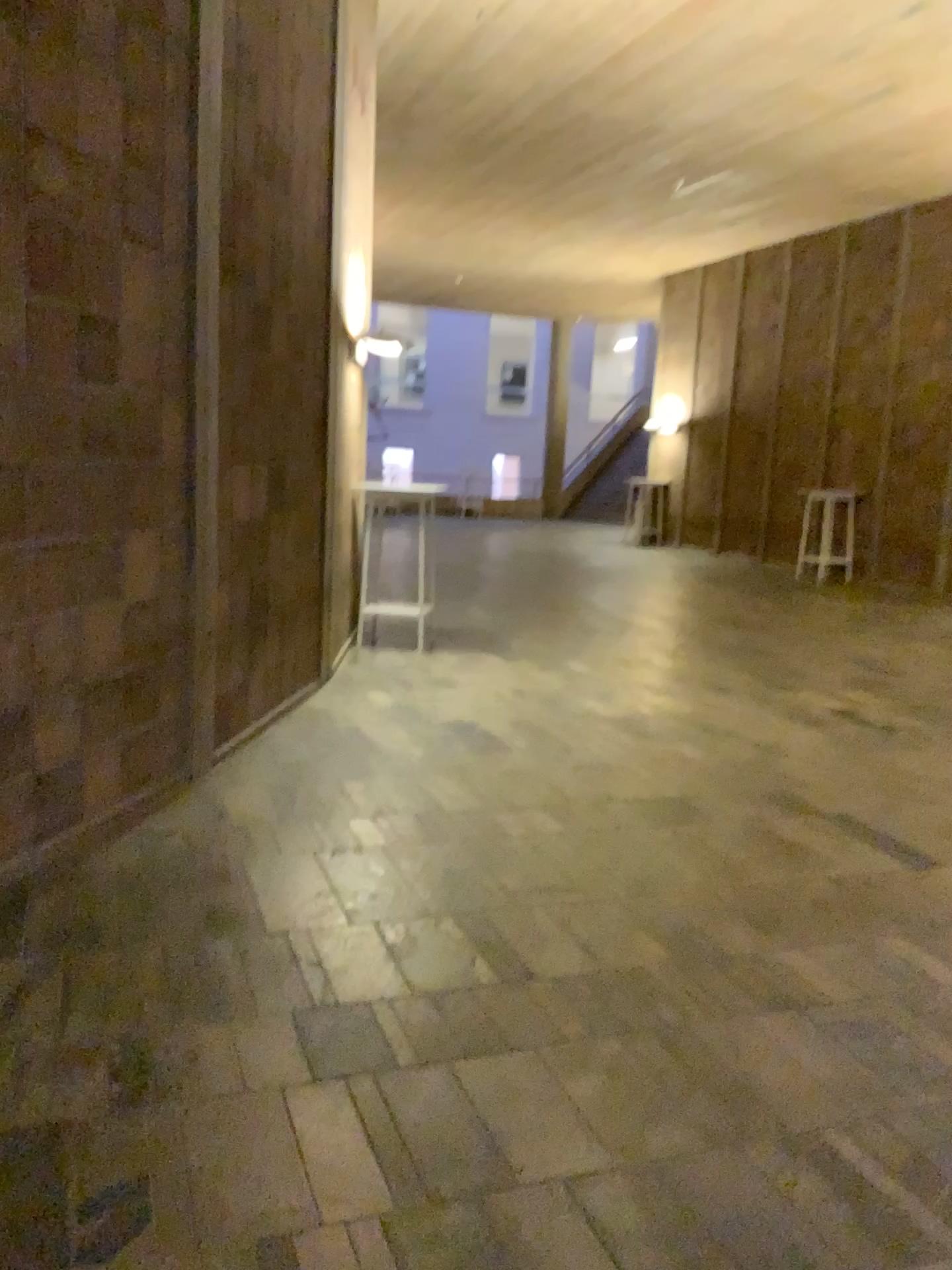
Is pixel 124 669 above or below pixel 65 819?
above
